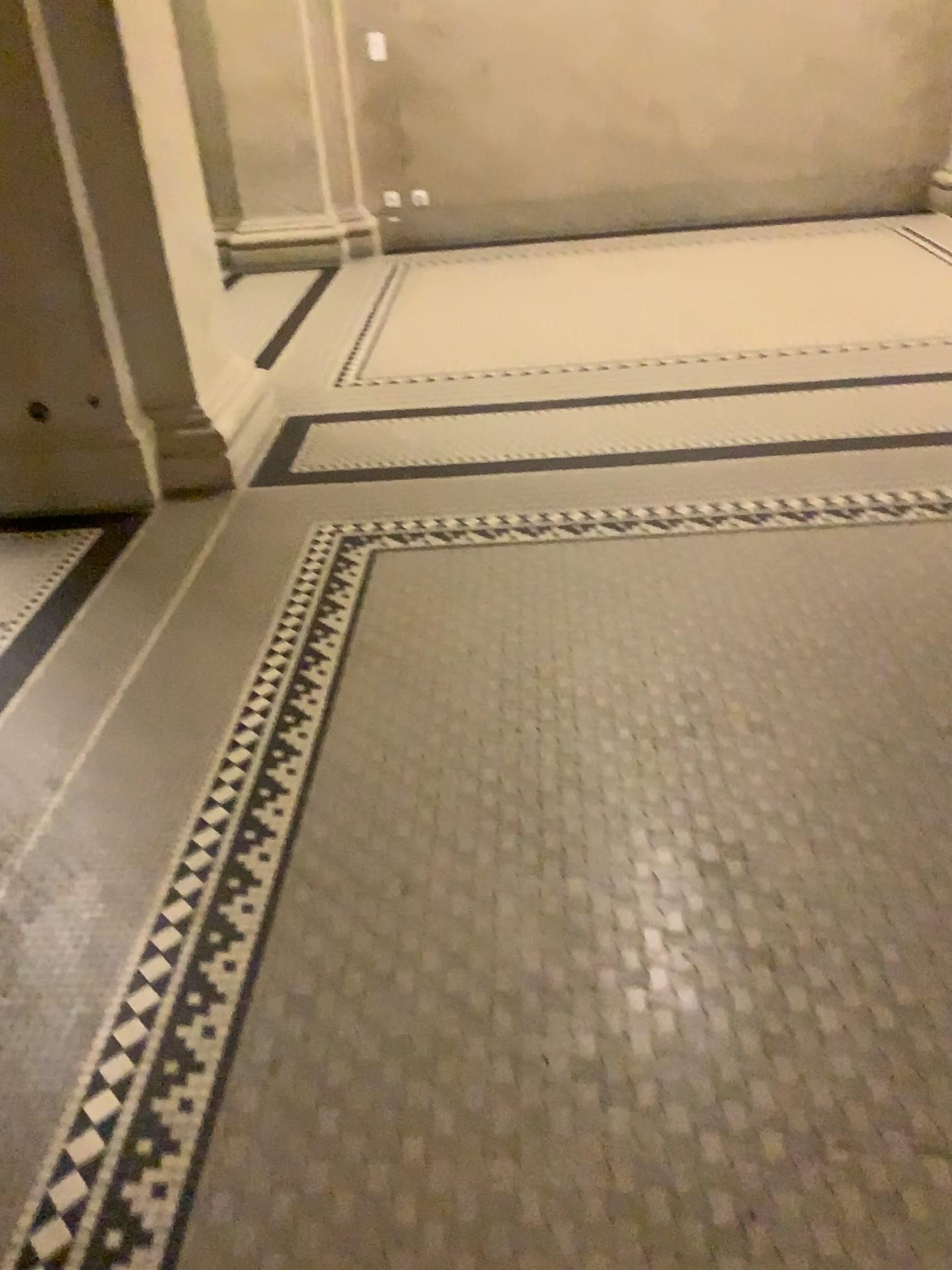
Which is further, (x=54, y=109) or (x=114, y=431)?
(x=114, y=431)

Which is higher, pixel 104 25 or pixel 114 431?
pixel 104 25

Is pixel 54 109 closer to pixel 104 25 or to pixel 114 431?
pixel 104 25

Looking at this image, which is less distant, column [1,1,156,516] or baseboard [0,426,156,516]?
column [1,1,156,516]

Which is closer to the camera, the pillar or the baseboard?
the pillar

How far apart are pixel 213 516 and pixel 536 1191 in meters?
2.4 m

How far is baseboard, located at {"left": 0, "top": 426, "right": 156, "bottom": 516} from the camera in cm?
334
